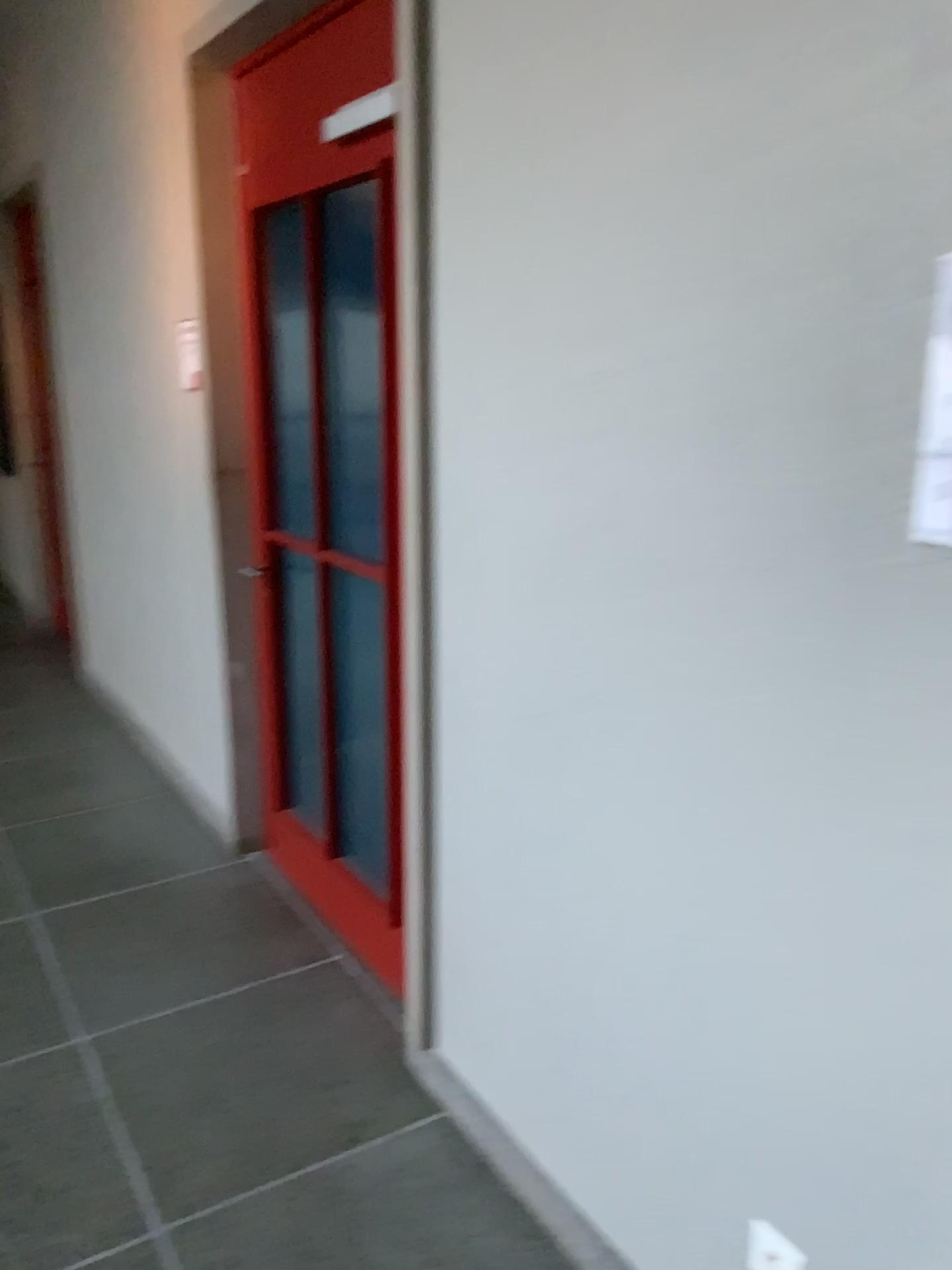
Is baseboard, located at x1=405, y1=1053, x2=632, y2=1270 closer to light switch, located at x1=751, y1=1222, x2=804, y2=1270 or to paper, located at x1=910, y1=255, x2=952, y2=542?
light switch, located at x1=751, y1=1222, x2=804, y2=1270

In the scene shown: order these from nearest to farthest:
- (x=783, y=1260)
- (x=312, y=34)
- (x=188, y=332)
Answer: (x=783, y=1260)
(x=312, y=34)
(x=188, y=332)

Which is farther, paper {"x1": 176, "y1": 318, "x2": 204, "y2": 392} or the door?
paper {"x1": 176, "y1": 318, "x2": 204, "y2": 392}

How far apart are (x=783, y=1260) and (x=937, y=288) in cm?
134

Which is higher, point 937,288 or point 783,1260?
point 937,288

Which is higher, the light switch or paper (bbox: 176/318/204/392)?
paper (bbox: 176/318/204/392)

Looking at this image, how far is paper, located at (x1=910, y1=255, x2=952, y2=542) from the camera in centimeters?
111cm

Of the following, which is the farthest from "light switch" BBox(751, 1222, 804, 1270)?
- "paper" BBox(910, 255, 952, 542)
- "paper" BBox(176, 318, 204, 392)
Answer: "paper" BBox(176, 318, 204, 392)

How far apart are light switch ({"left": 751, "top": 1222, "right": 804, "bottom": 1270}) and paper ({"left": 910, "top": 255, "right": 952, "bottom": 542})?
1.1m

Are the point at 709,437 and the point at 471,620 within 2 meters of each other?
yes
